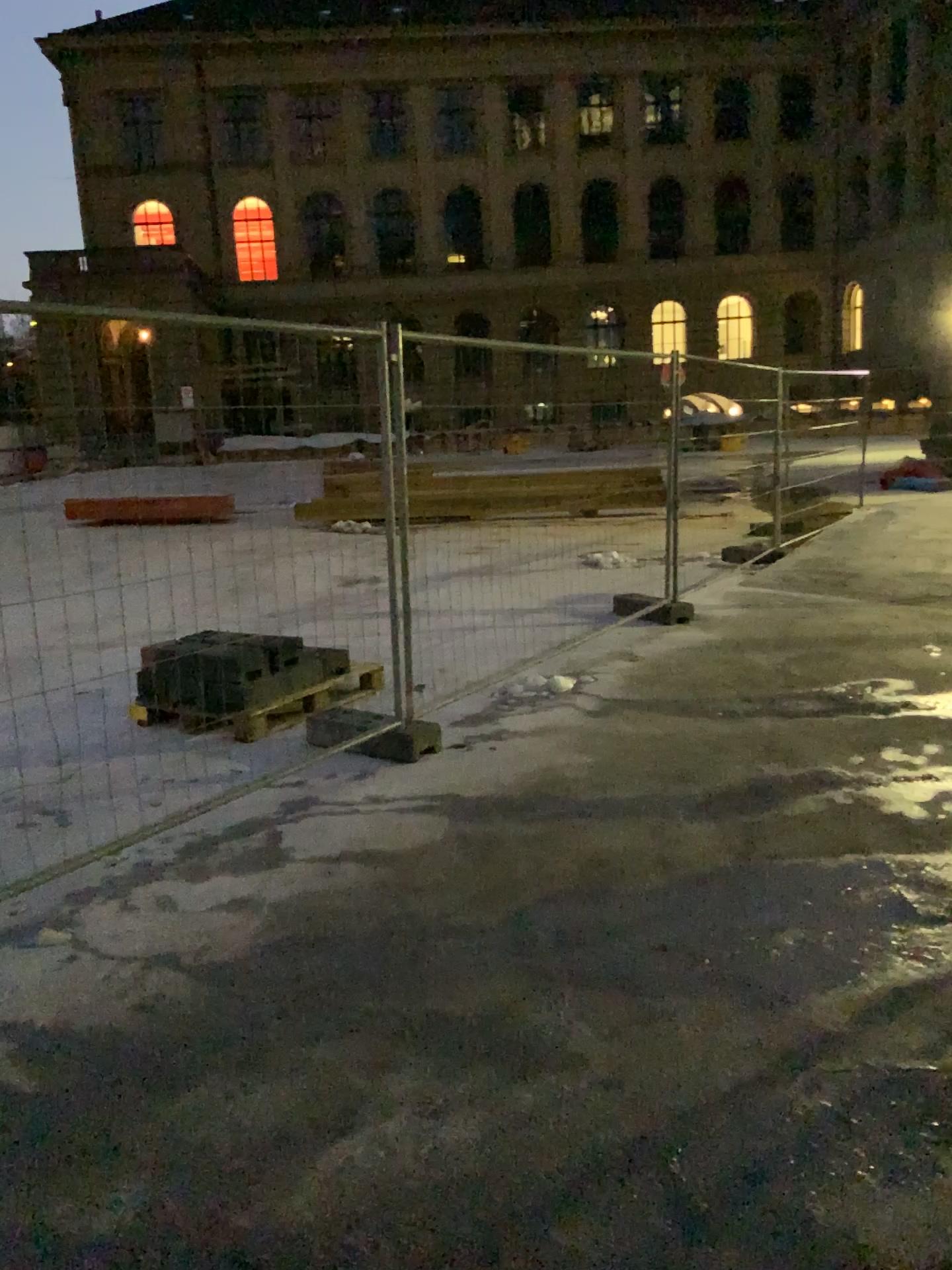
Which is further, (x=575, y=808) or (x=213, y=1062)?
(x=575, y=808)
